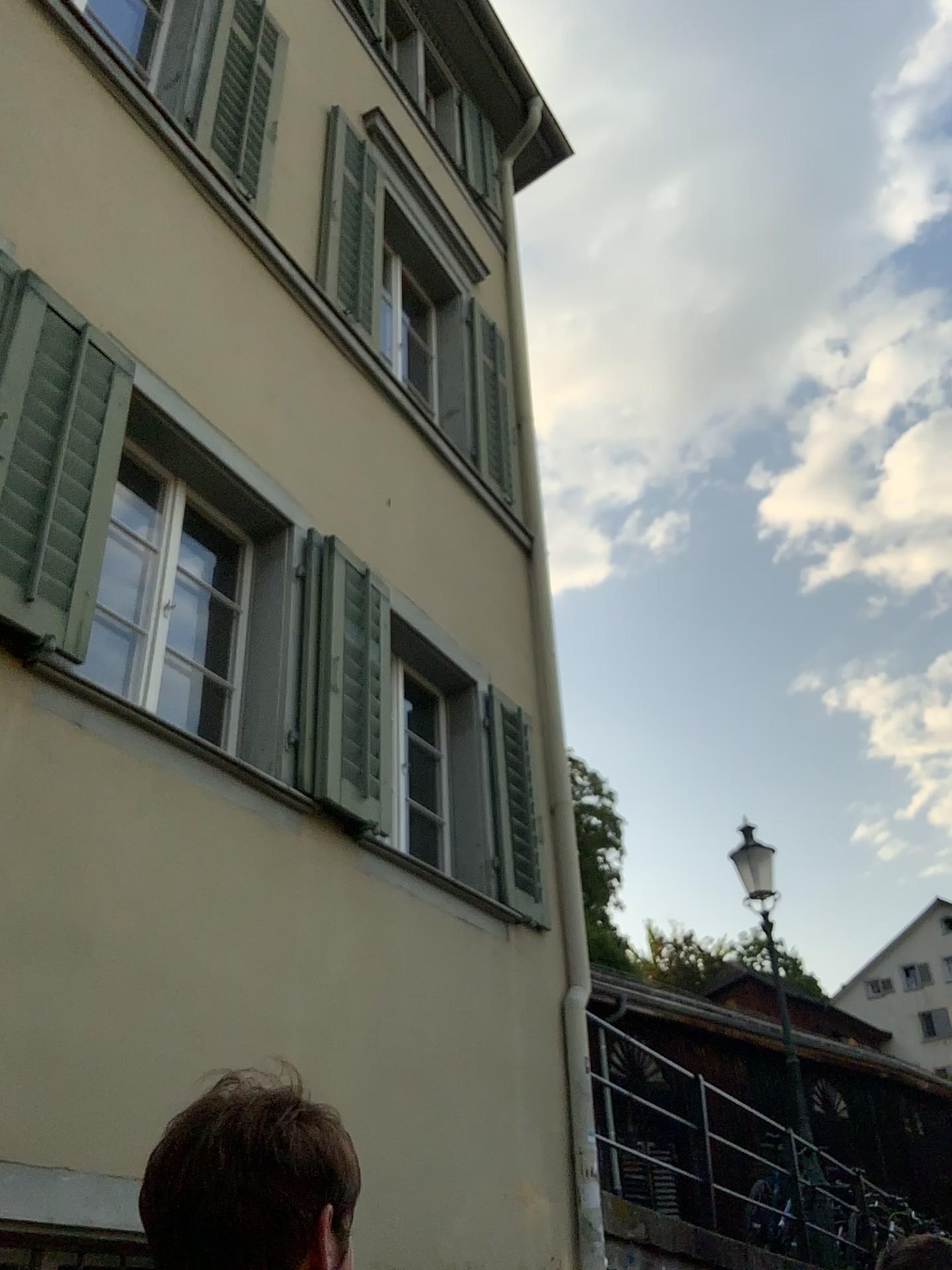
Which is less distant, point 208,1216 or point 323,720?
point 208,1216

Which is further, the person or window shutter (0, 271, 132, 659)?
window shutter (0, 271, 132, 659)

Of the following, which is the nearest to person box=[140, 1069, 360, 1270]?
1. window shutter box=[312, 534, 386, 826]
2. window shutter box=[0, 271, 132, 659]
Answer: window shutter box=[0, 271, 132, 659]

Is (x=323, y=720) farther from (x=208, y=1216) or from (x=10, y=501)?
(x=208, y=1216)

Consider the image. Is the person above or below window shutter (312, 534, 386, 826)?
below

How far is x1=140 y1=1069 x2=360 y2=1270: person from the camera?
0.9 meters

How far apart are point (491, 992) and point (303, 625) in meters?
1.9

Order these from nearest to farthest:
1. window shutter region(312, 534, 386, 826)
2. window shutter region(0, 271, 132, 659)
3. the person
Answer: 1. the person
2. window shutter region(0, 271, 132, 659)
3. window shutter region(312, 534, 386, 826)

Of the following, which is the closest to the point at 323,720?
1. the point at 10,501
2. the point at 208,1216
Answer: the point at 10,501

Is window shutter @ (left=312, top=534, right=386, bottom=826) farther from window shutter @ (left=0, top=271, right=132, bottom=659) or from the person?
the person
